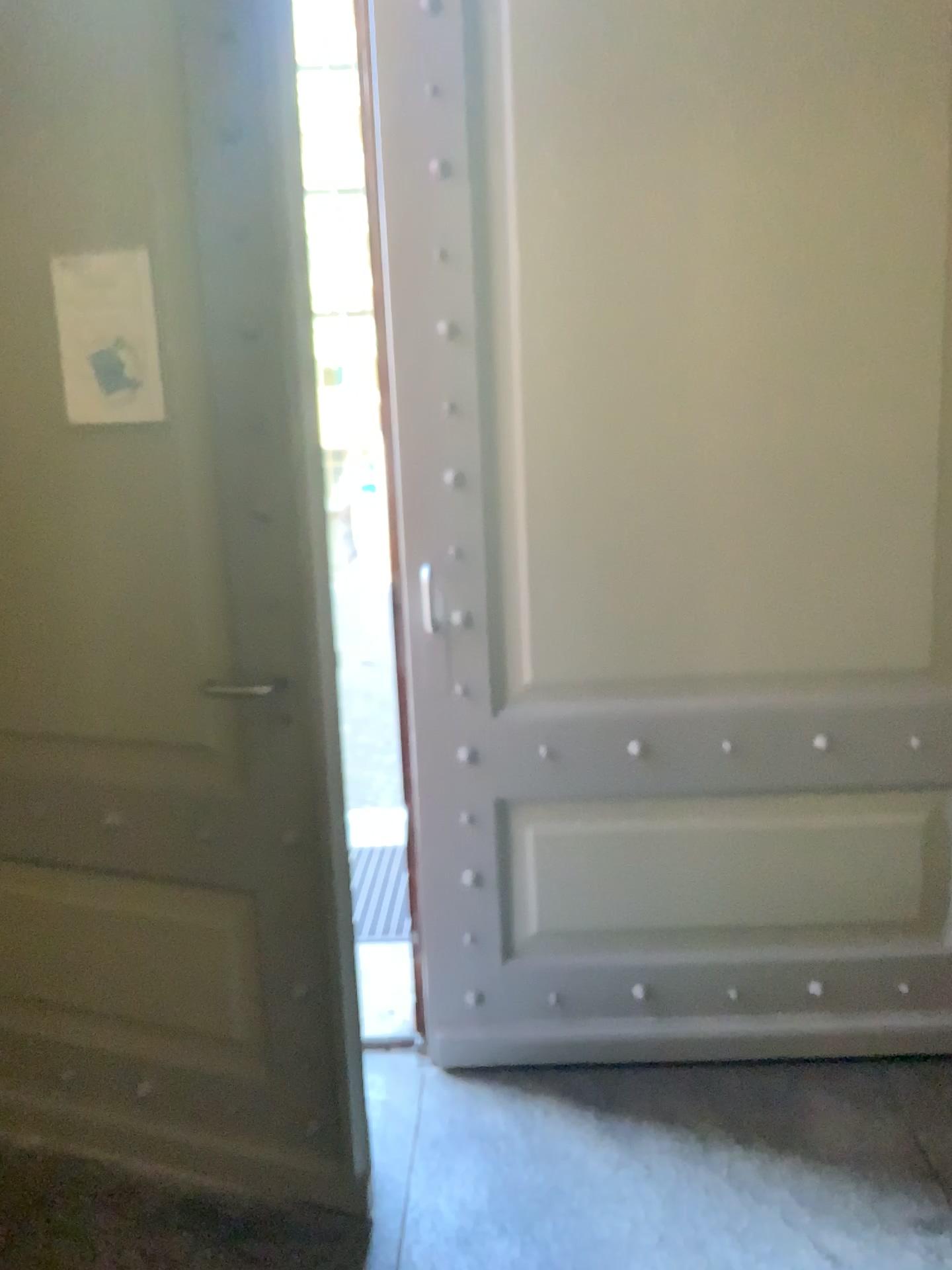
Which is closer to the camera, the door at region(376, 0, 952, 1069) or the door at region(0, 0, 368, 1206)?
the door at region(0, 0, 368, 1206)

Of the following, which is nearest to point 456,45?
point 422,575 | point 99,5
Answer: point 99,5

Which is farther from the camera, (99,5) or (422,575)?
(422,575)

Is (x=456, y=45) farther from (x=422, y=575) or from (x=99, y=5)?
(x=422, y=575)

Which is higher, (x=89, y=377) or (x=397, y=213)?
(x=397, y=213)

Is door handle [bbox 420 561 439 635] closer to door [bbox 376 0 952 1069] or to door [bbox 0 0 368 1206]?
door [bbox 376 0 952 1069]

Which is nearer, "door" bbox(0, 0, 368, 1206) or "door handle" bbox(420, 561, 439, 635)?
"door" bbox(0, 0, 368, 1206)

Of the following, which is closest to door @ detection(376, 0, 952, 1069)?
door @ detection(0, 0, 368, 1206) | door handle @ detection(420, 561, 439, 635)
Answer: door handle @ detection(420, 561, 439, 635)
